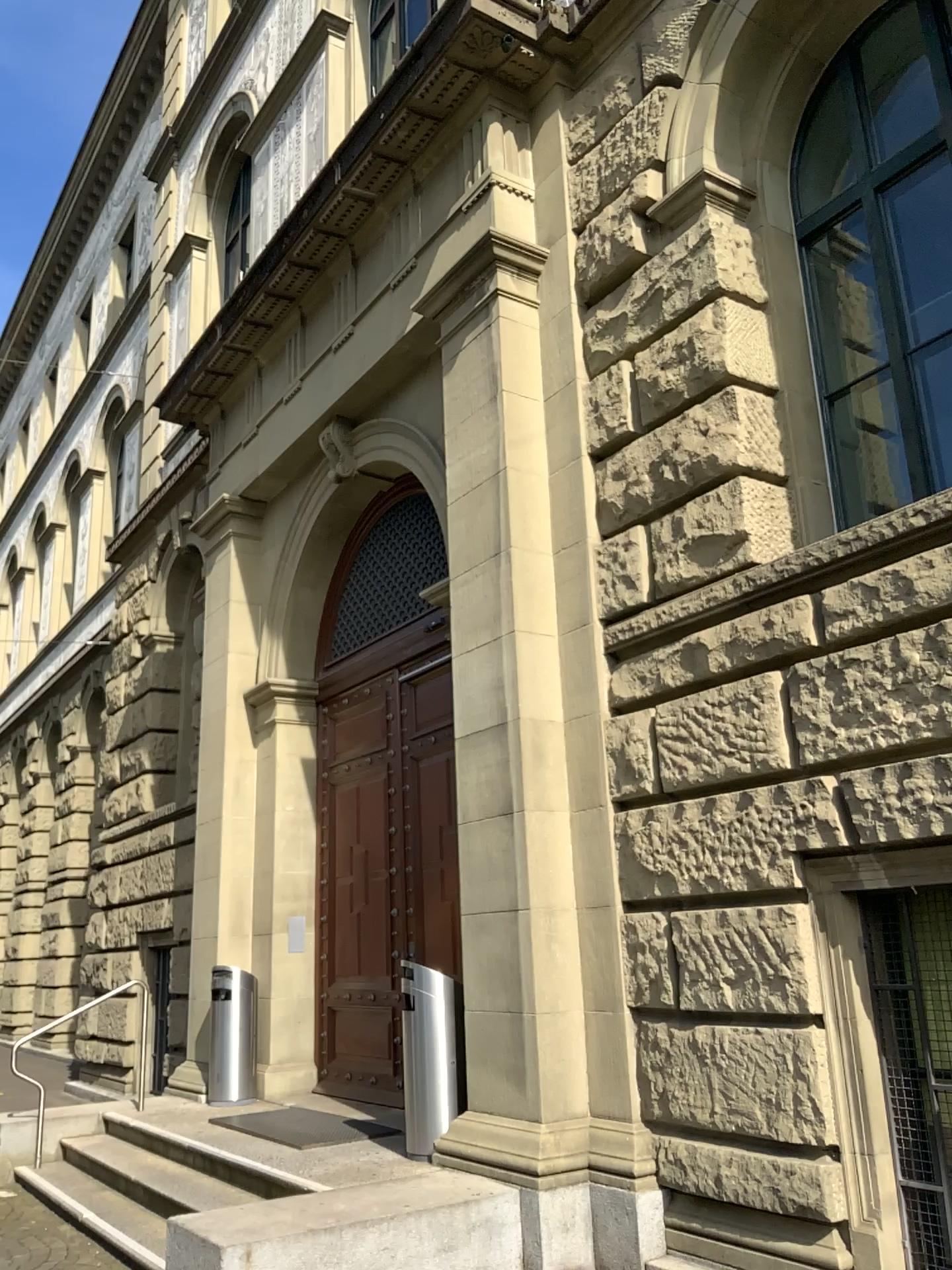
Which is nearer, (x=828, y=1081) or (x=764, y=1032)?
(x=828, y=1081)
